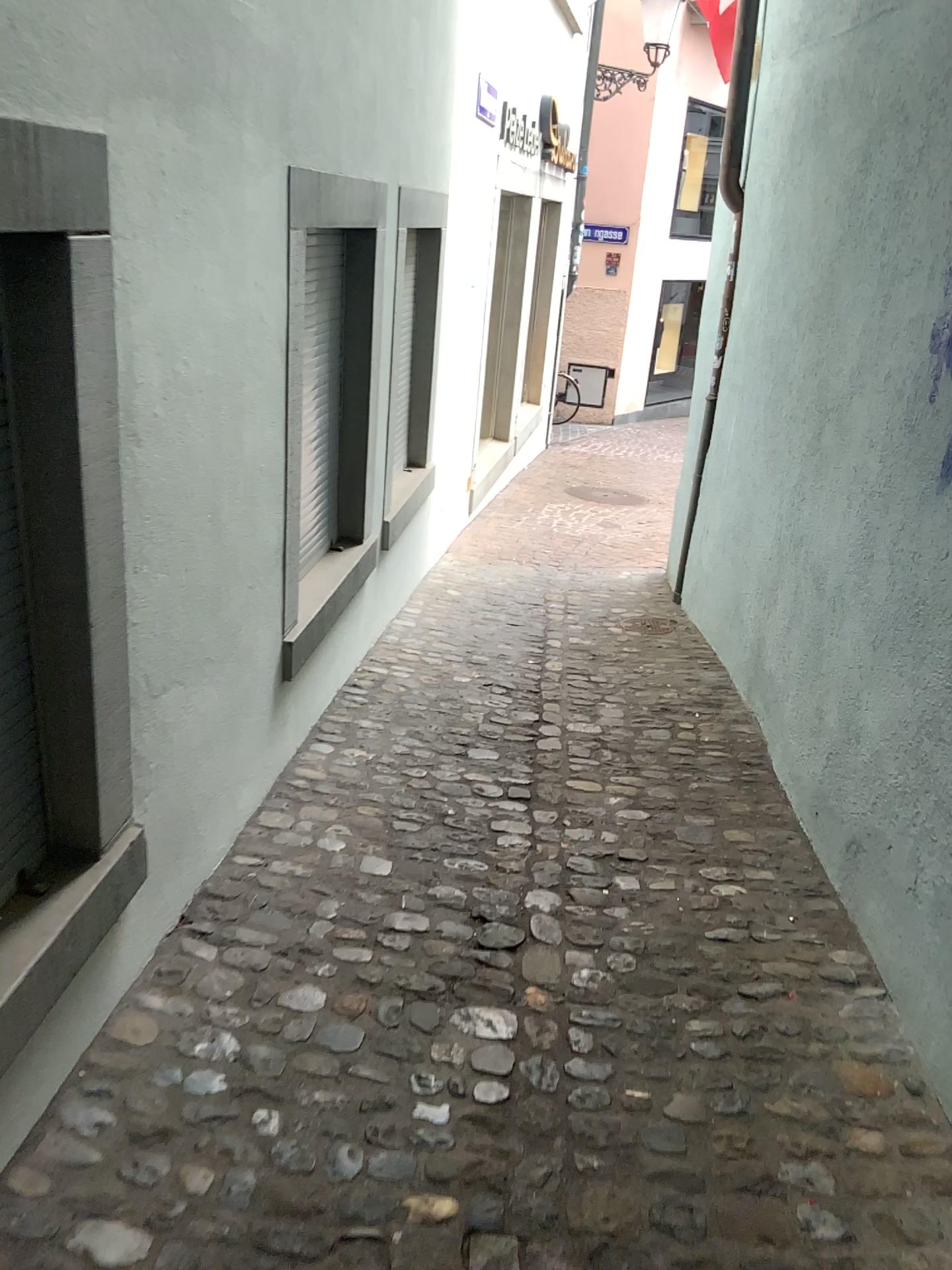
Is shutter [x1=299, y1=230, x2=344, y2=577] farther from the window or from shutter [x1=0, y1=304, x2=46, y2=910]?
shutter [x1=0, y1=304, x2=46, y2=910]

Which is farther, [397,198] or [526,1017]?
[397,198]

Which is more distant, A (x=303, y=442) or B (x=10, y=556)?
A (x=303, y=442)

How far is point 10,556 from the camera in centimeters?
182cm

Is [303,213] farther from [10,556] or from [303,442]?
[10,556]

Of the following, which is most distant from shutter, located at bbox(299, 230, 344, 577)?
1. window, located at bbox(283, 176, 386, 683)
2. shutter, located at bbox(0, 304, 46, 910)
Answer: shutter, located at bbox(0, 304, 46, 910)

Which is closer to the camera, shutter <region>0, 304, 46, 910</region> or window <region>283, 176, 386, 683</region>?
shutter <region>0, 304, 46, 910</region>

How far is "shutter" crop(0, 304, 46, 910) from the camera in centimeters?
182cm
